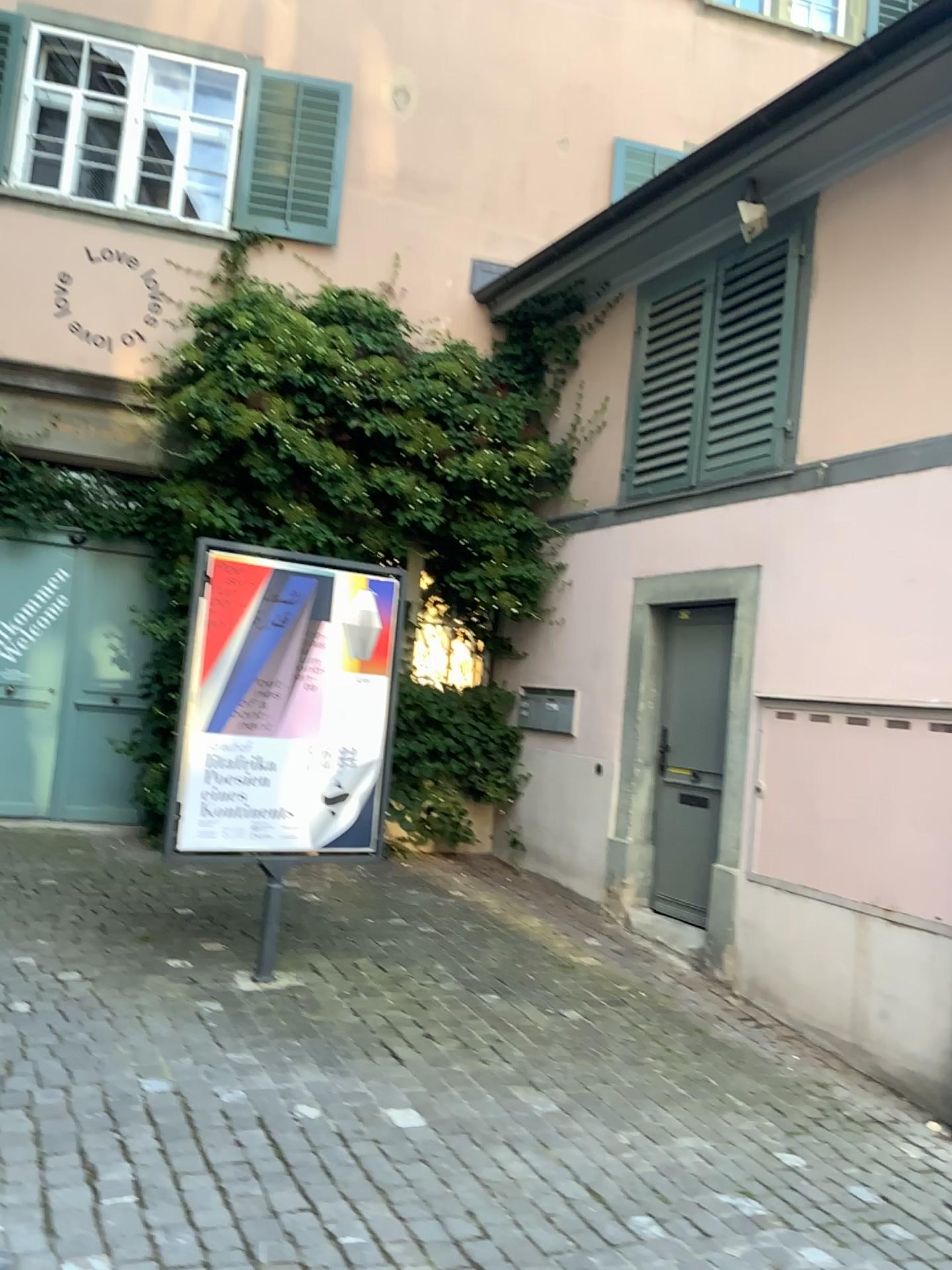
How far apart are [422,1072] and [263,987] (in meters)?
0.89
